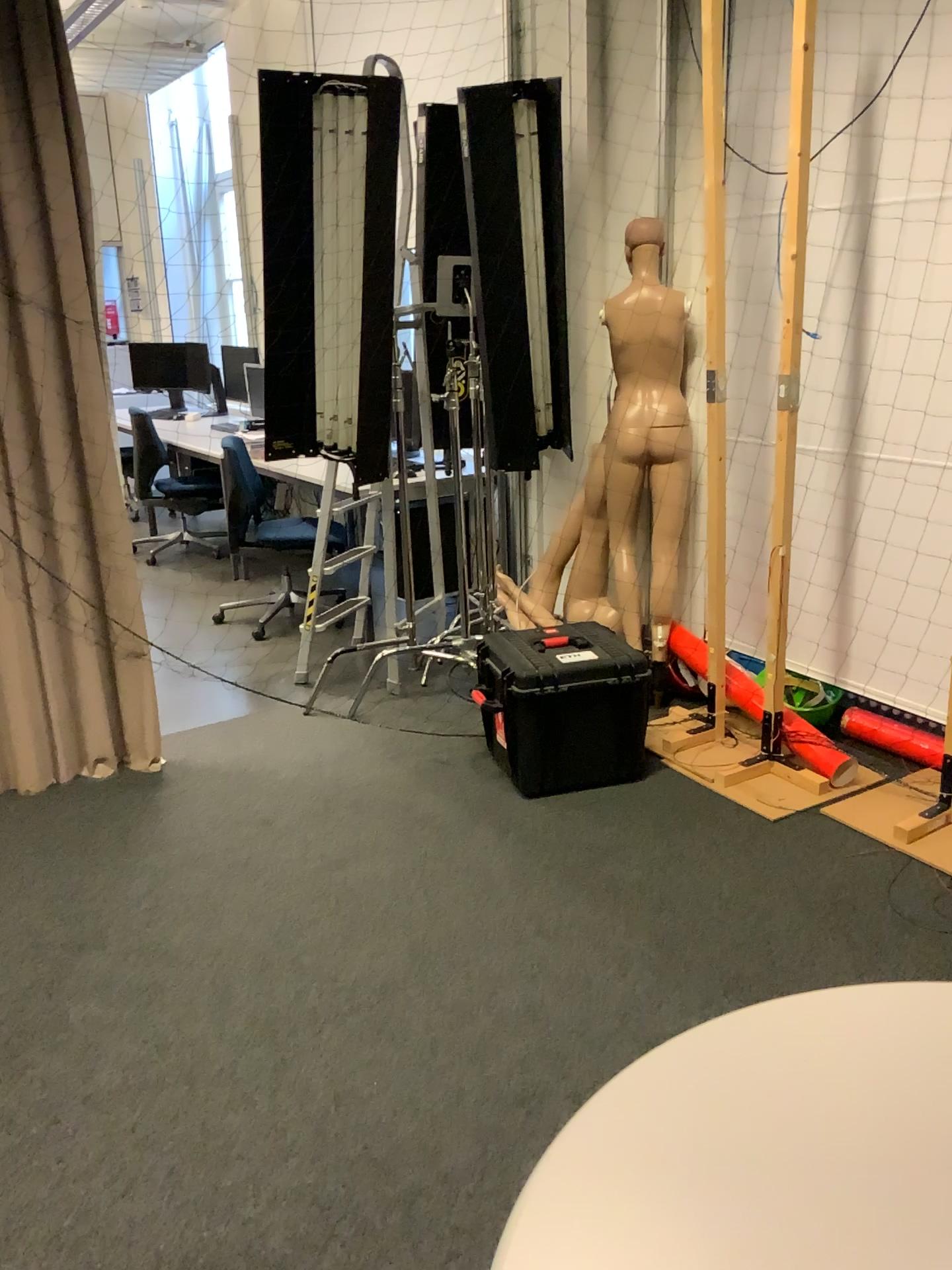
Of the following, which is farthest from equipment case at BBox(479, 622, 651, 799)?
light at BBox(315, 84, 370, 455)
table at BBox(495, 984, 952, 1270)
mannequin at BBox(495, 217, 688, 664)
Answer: table at BBox(495, 984, 952, 1270)

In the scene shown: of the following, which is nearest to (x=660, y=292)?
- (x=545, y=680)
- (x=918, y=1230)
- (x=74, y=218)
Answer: (x=545, y=680)

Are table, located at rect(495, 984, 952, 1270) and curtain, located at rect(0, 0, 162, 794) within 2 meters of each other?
no

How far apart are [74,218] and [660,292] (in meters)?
1.95

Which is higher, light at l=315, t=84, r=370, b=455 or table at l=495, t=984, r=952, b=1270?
light at l=315, t=84, r=370, b=455

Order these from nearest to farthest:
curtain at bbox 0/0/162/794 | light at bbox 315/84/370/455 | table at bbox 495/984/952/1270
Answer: table at bbox 495/984/952/1270 → curtain at bbox 0/0/162/794 → light at bbox 315/84/370/455

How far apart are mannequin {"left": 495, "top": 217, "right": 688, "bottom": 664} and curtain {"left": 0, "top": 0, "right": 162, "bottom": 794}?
1.4m

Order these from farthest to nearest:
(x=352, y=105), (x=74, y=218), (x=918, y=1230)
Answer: (x=352, y=105)
(x=74, y=218)
(x=918, y=1230)

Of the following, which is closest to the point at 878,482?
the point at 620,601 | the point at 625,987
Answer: the point at 620,601

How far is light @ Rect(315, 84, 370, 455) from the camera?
3.51m
